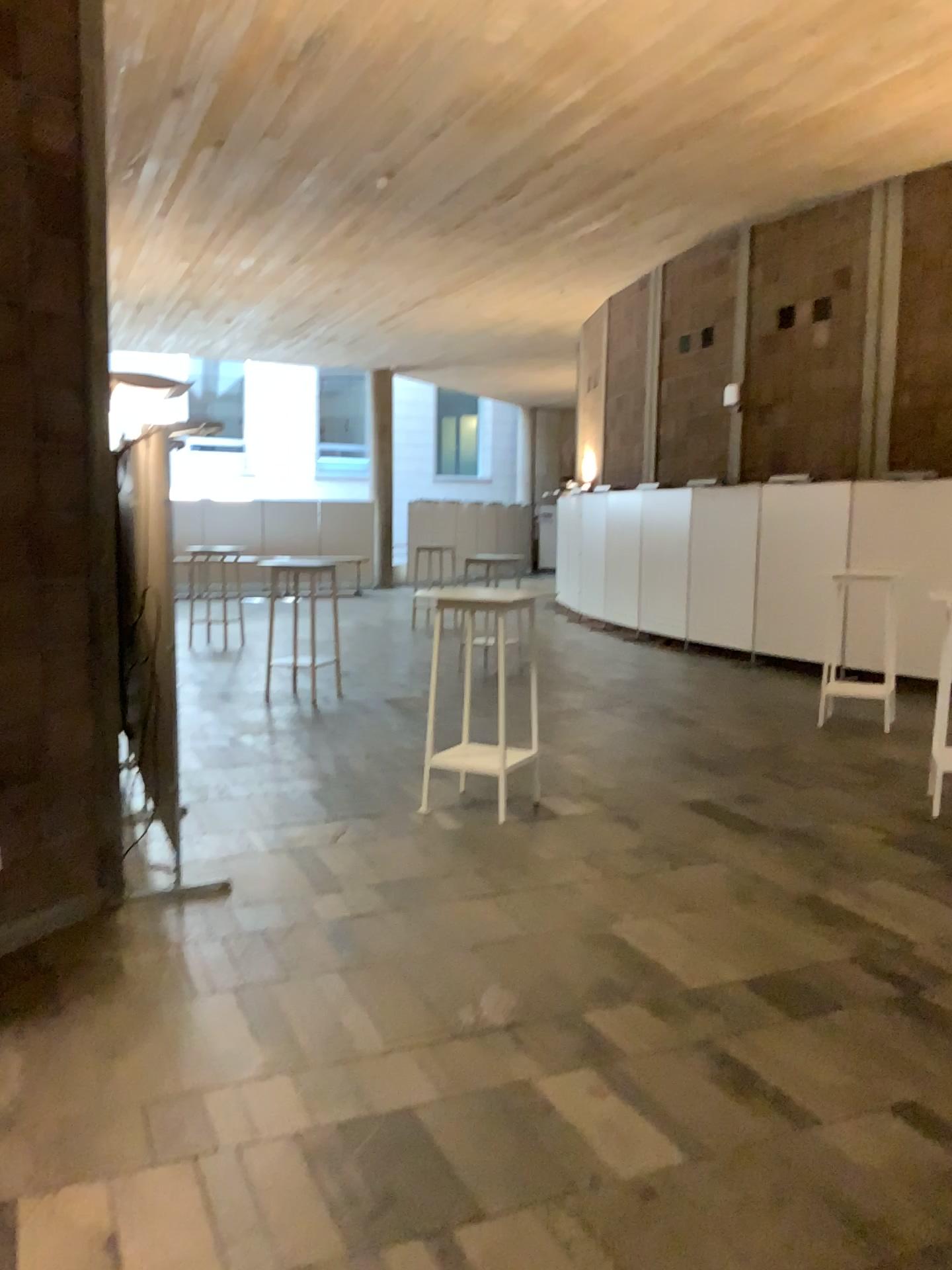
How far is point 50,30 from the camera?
3.8 meters

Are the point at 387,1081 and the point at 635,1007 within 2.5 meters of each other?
yes

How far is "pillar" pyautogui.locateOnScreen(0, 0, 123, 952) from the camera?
3.8m
